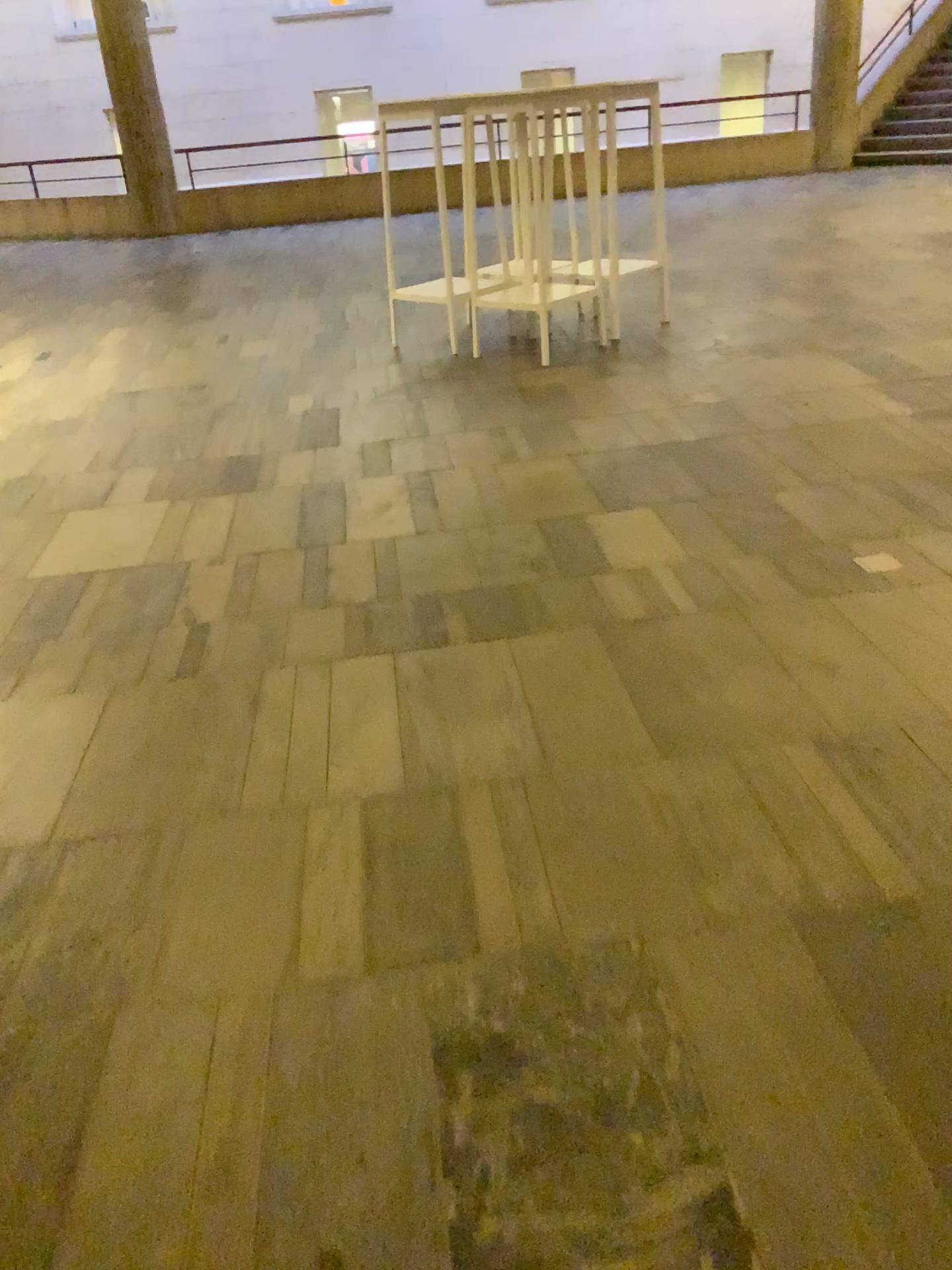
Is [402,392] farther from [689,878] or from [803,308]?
[689,878]
